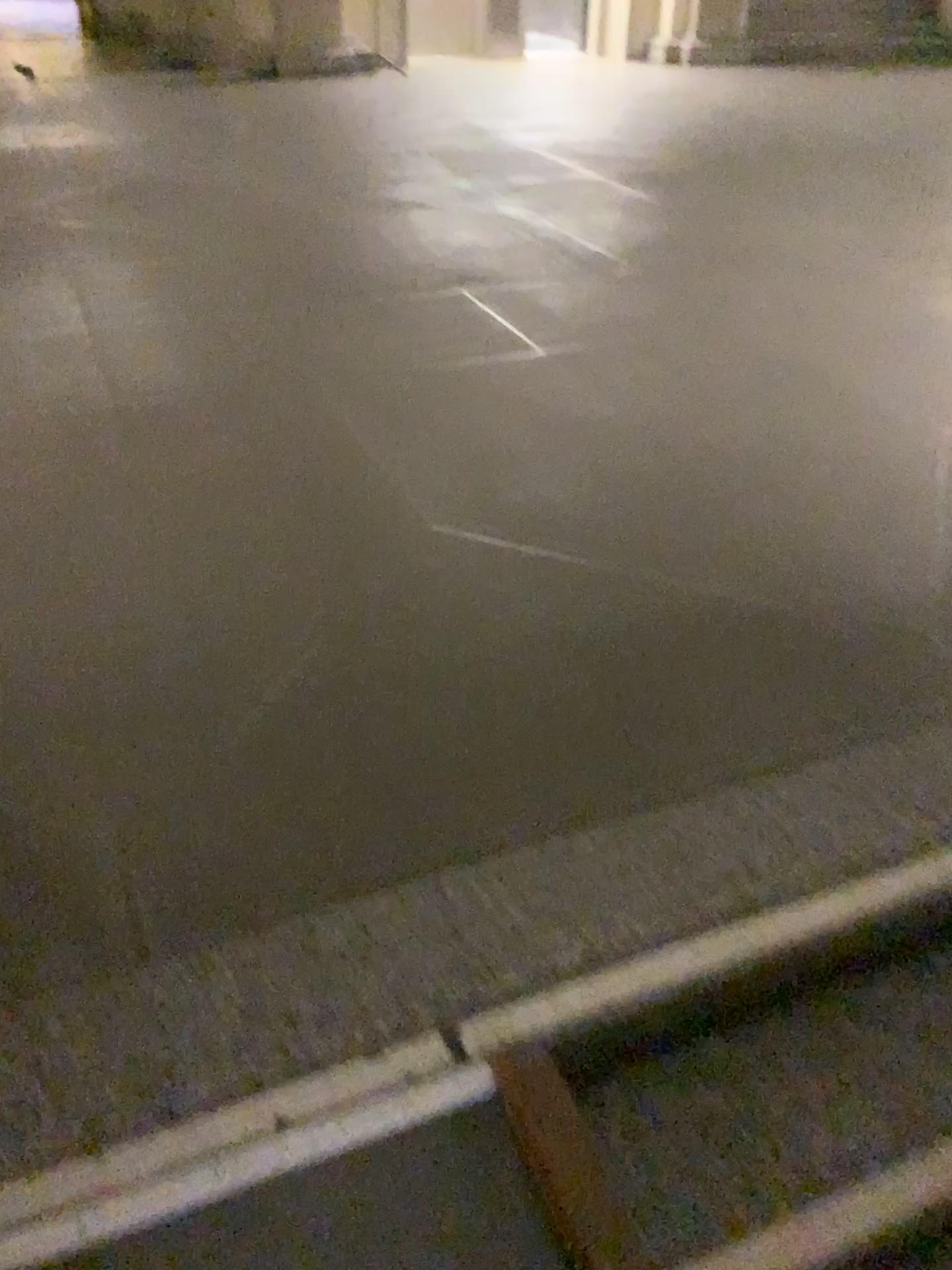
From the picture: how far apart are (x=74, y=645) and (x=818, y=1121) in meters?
1.5
